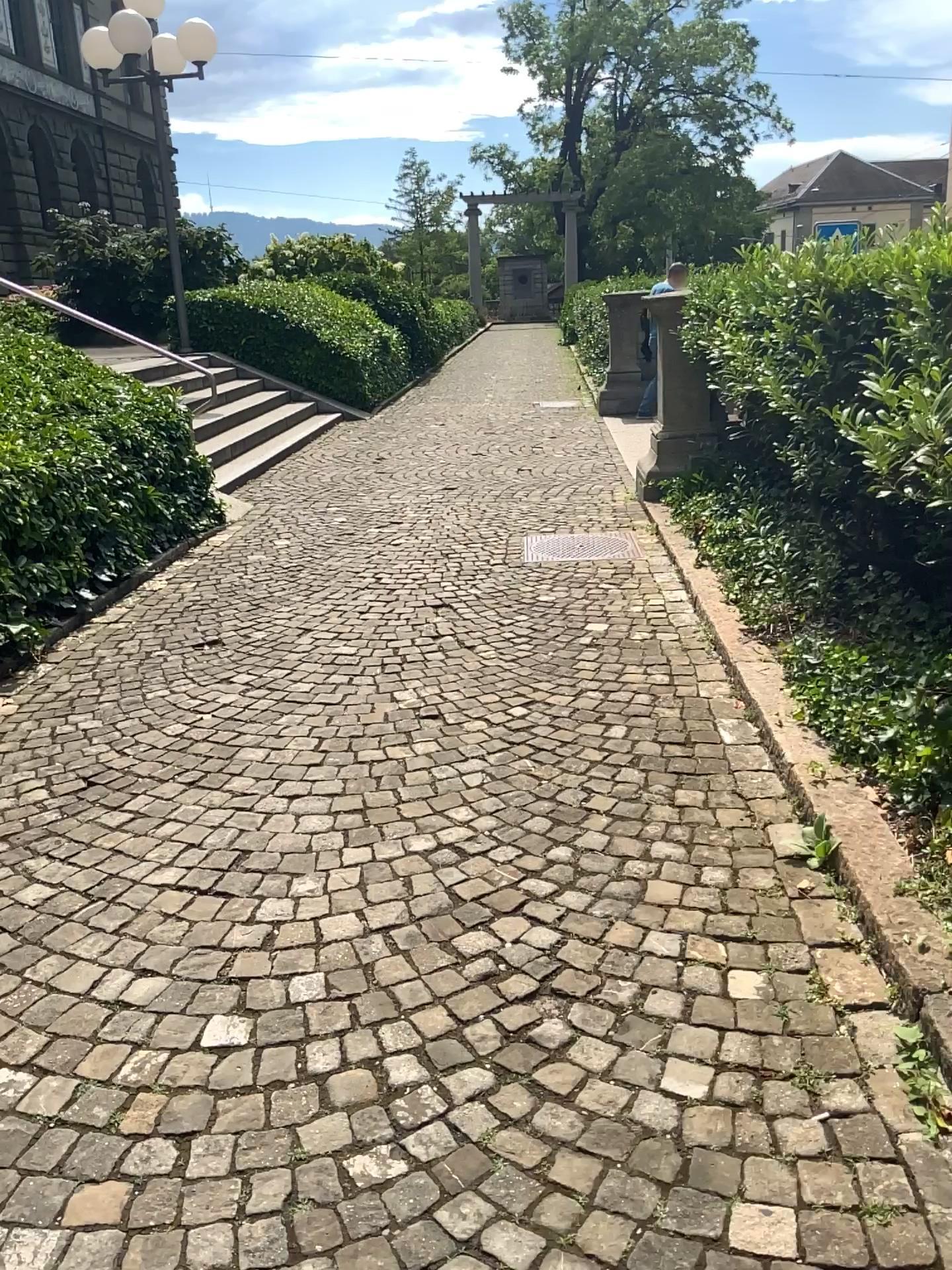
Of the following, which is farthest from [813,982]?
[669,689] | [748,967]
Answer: [669,689]
